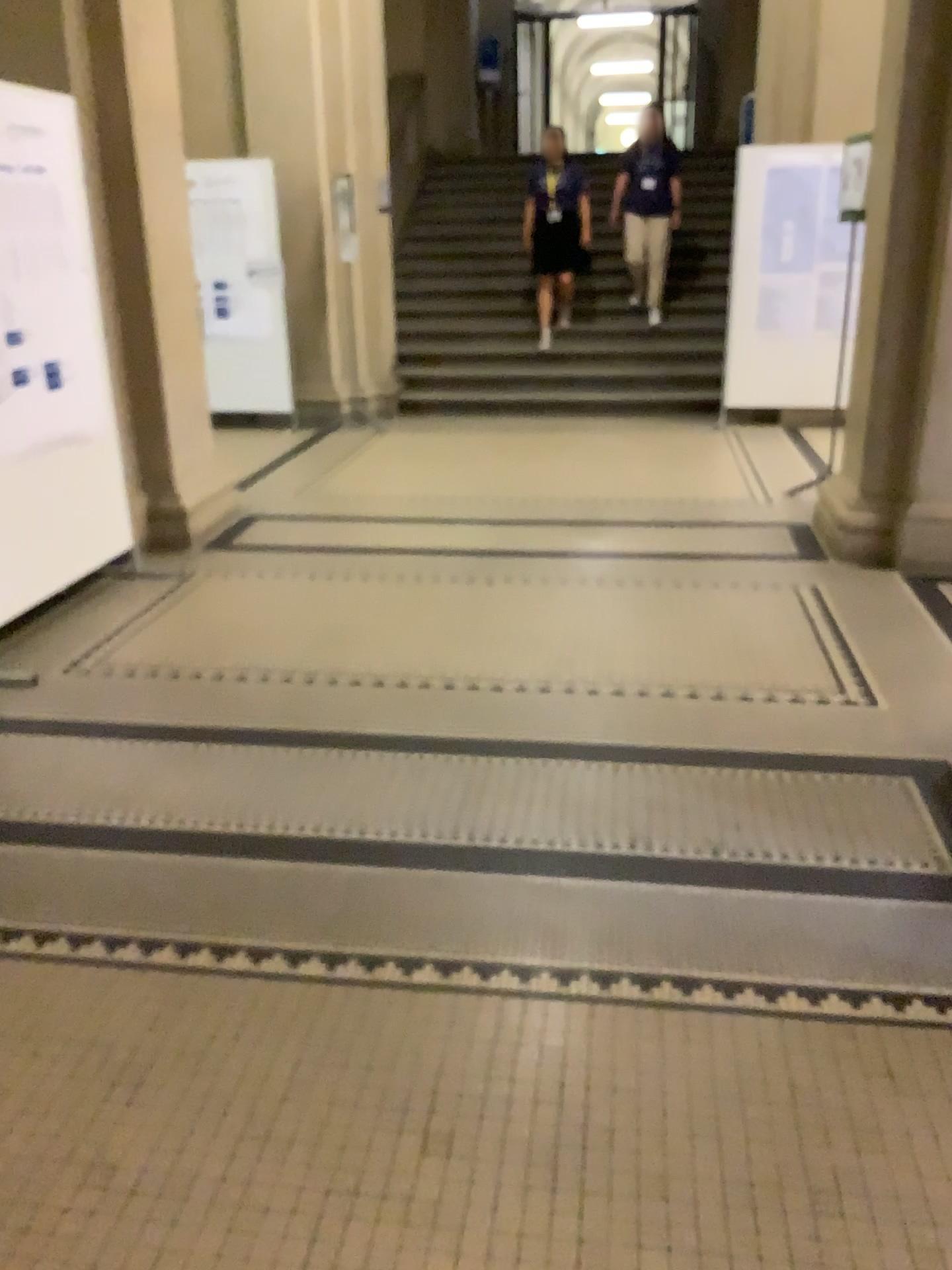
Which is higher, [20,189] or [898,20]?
[898,20]

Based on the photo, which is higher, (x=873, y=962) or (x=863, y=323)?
(x=863, y=323)

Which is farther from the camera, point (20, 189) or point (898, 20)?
point (898, 20)

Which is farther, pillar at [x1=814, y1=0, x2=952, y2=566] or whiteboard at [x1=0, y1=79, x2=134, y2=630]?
pillar at [x1=814, y1=0, x2=952, y2=566]
